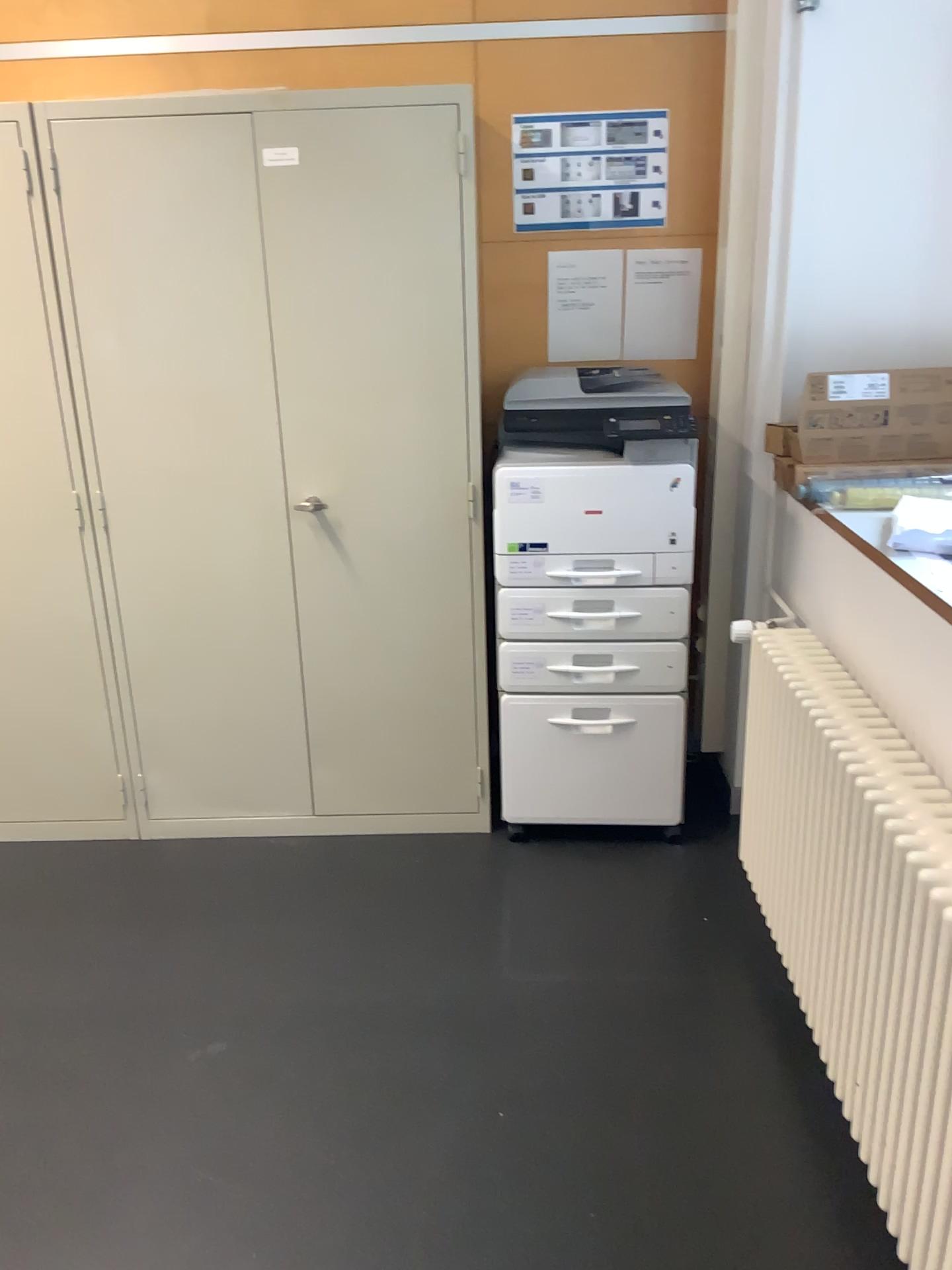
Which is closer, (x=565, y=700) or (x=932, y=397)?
(x=932, y=397)

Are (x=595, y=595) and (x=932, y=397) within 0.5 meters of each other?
no

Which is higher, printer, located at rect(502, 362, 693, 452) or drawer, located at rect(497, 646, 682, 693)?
printer, located at rect(502, 362, 693, 452)

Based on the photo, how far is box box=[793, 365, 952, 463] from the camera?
2.5 meters

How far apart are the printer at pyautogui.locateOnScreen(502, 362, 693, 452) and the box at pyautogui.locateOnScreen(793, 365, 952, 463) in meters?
0.3 m

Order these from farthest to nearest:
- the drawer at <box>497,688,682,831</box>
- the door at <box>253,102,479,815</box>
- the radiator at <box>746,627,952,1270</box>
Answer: the drawer at <box>497,688,682,831</box>
the door at <box>253,102,479,815</box>
the radiator at <box>746,627,952,1270</box>

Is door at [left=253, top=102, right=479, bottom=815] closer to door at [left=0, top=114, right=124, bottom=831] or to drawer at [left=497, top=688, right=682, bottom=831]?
drawer at [left=497, top=688, right=682, bottom=831]

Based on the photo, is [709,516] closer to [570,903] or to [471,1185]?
[570,903]

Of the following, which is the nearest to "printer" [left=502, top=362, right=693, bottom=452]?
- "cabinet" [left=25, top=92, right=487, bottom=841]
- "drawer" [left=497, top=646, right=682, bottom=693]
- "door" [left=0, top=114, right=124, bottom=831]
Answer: "cabinet" [left=25, top=92, right=487, bottom=841]

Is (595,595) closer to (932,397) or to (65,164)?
(932,397)
